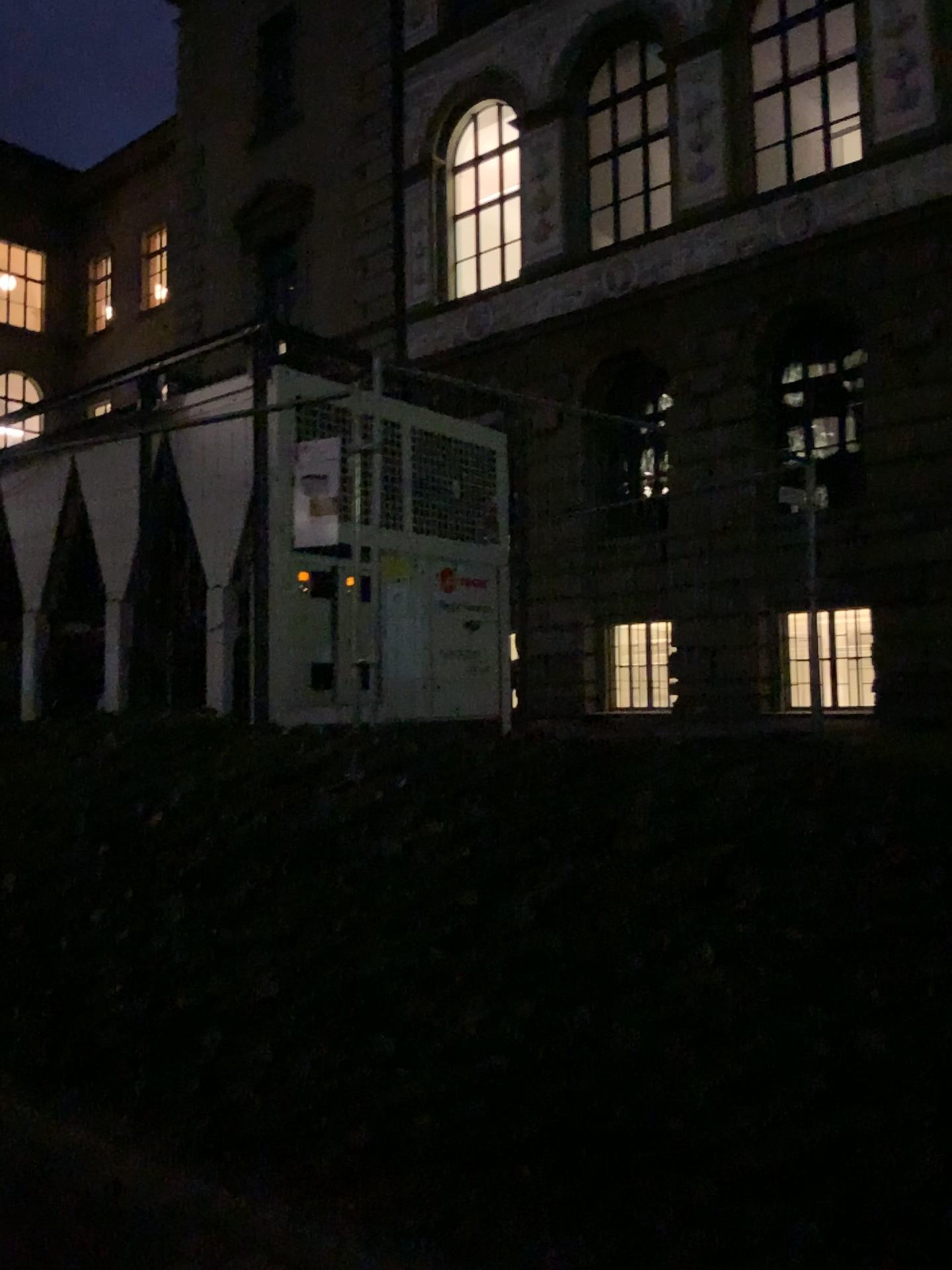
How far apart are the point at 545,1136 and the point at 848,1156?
0.7 meters
